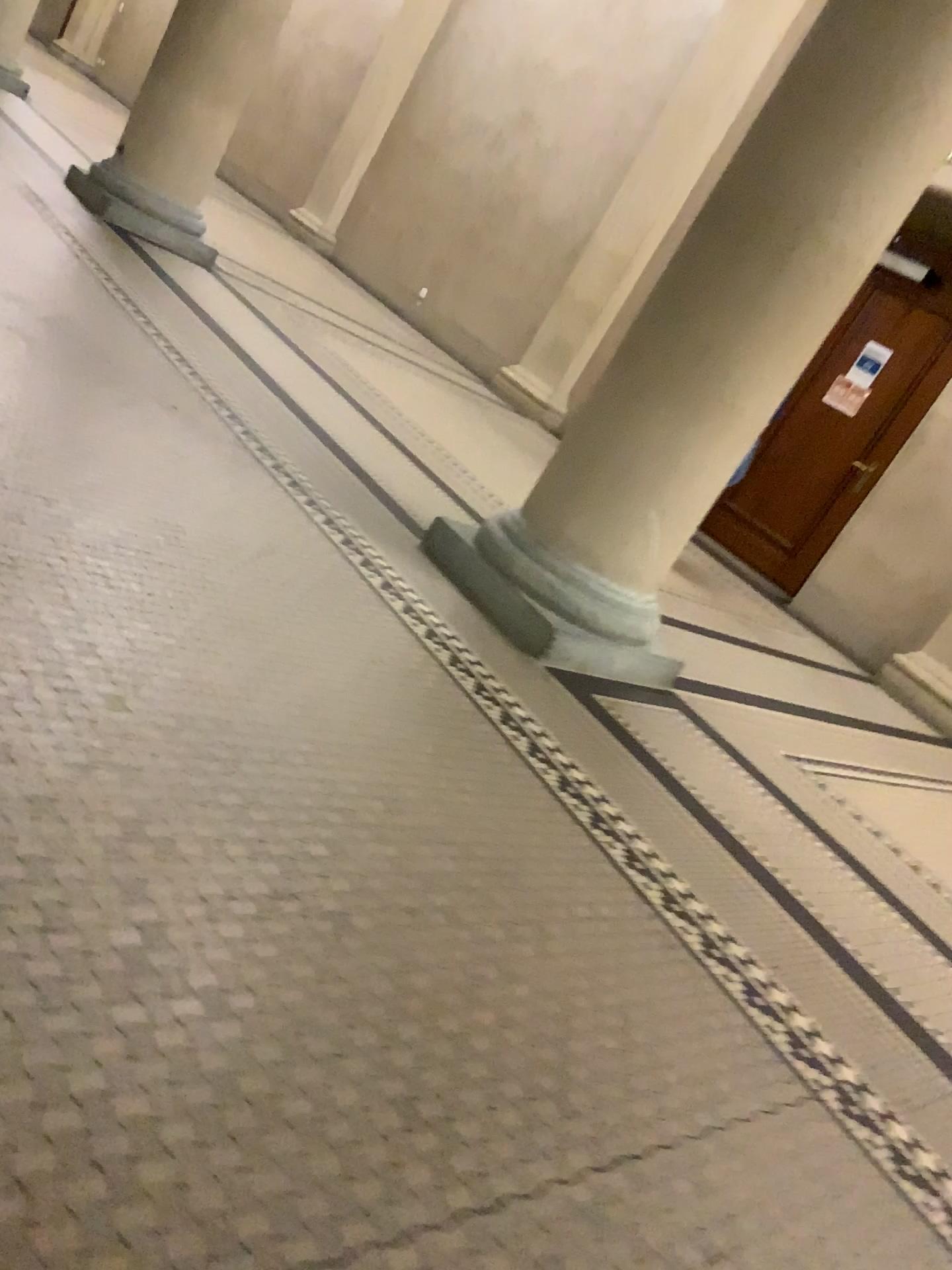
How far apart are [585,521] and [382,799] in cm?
162
